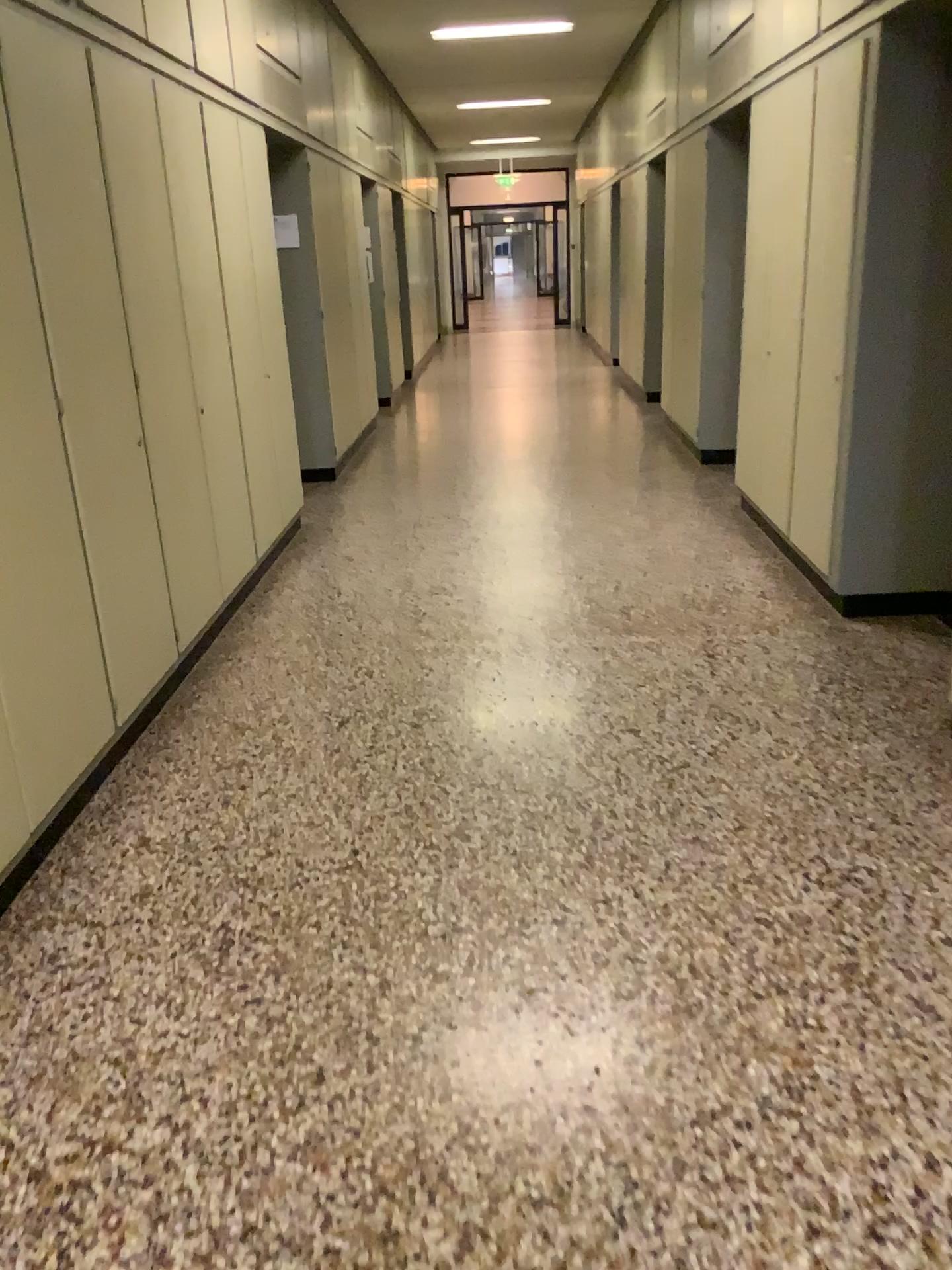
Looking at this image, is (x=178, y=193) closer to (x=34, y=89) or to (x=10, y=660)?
(x=34, y=89)

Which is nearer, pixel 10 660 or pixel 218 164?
pixel 10 660

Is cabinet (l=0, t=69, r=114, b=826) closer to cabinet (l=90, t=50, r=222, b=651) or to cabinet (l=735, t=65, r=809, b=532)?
cabinet (l=90, t=50, r=222, b=651)

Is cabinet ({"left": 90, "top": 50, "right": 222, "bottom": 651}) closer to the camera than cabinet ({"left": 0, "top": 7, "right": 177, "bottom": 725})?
No

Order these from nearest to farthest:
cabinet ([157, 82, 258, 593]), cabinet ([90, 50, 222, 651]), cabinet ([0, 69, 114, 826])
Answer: cabinet ([0, 69, 114, 826])
cabinet ([90, 50, 222, 651])
cabinet ([157, 82, 258, 593])

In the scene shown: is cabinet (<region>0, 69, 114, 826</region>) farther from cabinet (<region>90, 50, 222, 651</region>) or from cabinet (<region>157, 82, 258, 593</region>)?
cabinet (<region>157, 82, 258, 593</region>)

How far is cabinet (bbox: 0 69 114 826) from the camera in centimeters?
260cm

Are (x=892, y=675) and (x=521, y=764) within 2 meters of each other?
yes

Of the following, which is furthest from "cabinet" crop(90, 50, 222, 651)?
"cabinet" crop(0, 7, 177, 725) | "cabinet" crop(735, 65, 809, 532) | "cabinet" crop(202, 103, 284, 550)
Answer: "cabinet" crop(735, 65, 809, 532)

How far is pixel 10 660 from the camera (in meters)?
2.60
